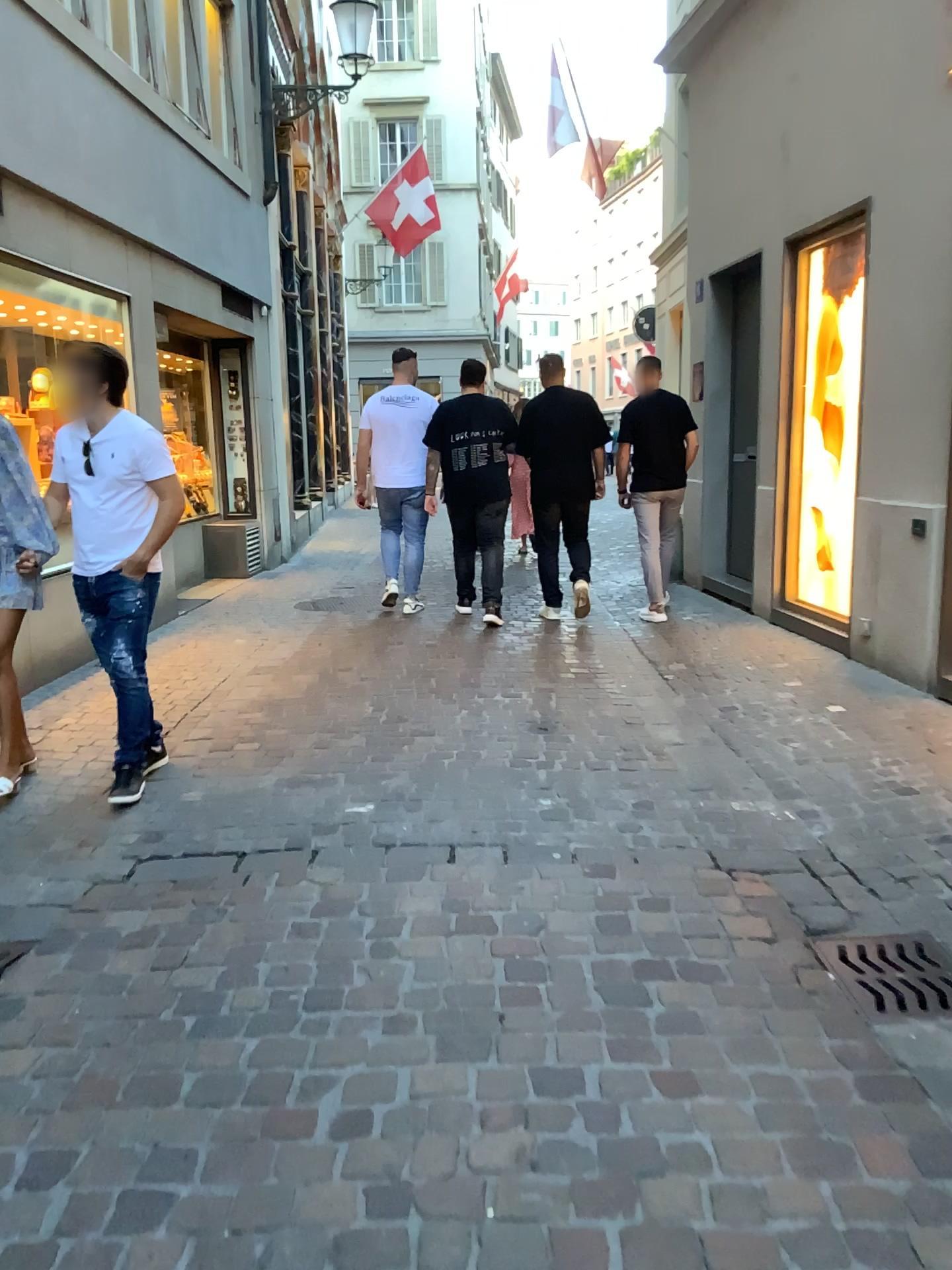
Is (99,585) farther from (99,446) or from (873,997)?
(873,997)

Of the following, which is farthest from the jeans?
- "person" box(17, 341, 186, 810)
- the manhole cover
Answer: the manhole cover

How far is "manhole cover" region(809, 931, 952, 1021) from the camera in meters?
2.5

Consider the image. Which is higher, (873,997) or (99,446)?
(99,446)

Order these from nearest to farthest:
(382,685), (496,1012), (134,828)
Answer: (496,1012)
(134,828)
(382,685)

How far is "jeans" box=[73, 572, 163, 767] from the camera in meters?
3.9 m

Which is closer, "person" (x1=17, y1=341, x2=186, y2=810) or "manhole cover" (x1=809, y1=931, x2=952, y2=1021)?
"manhole cover" (x1=809, y1=931, x2=952, y2=1021)

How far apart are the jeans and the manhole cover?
2.5 meters

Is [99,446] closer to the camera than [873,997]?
No

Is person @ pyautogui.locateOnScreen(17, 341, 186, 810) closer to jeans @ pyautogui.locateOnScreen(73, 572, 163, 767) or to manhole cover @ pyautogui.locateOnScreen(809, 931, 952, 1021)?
jeans @ pyautogui.locateOnScreen(73, 572, 163, 767)
